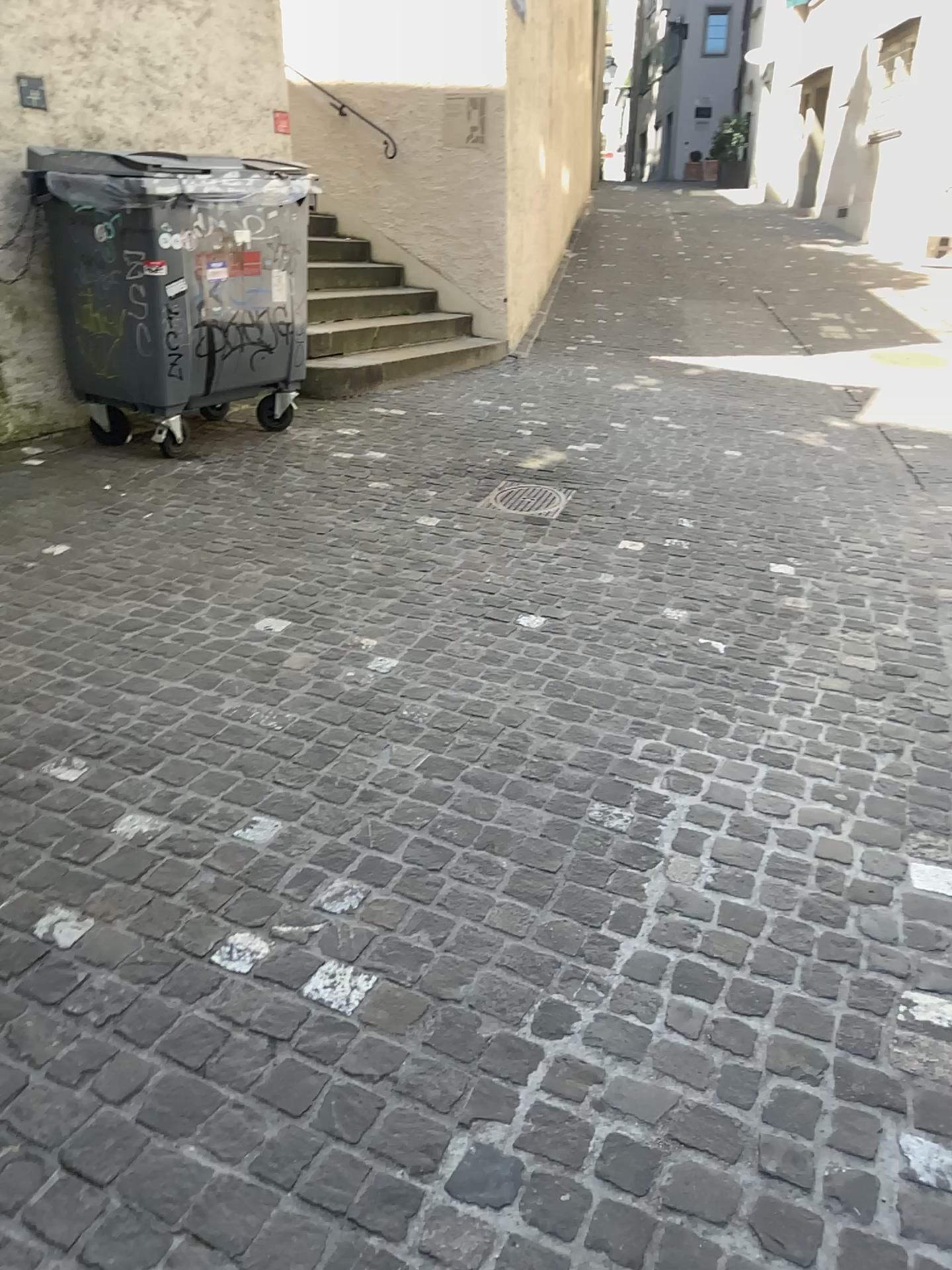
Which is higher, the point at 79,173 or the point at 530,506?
the point at 79,173

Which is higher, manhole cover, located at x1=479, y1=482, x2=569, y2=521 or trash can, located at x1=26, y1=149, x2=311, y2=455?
trash can, located at x1=26, y1=149, x2=311, y2=455

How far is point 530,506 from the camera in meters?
4.6

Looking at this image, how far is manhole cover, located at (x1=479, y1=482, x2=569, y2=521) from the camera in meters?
4.6

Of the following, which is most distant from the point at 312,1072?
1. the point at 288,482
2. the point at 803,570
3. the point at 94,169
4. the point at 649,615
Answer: the point at 94,169
